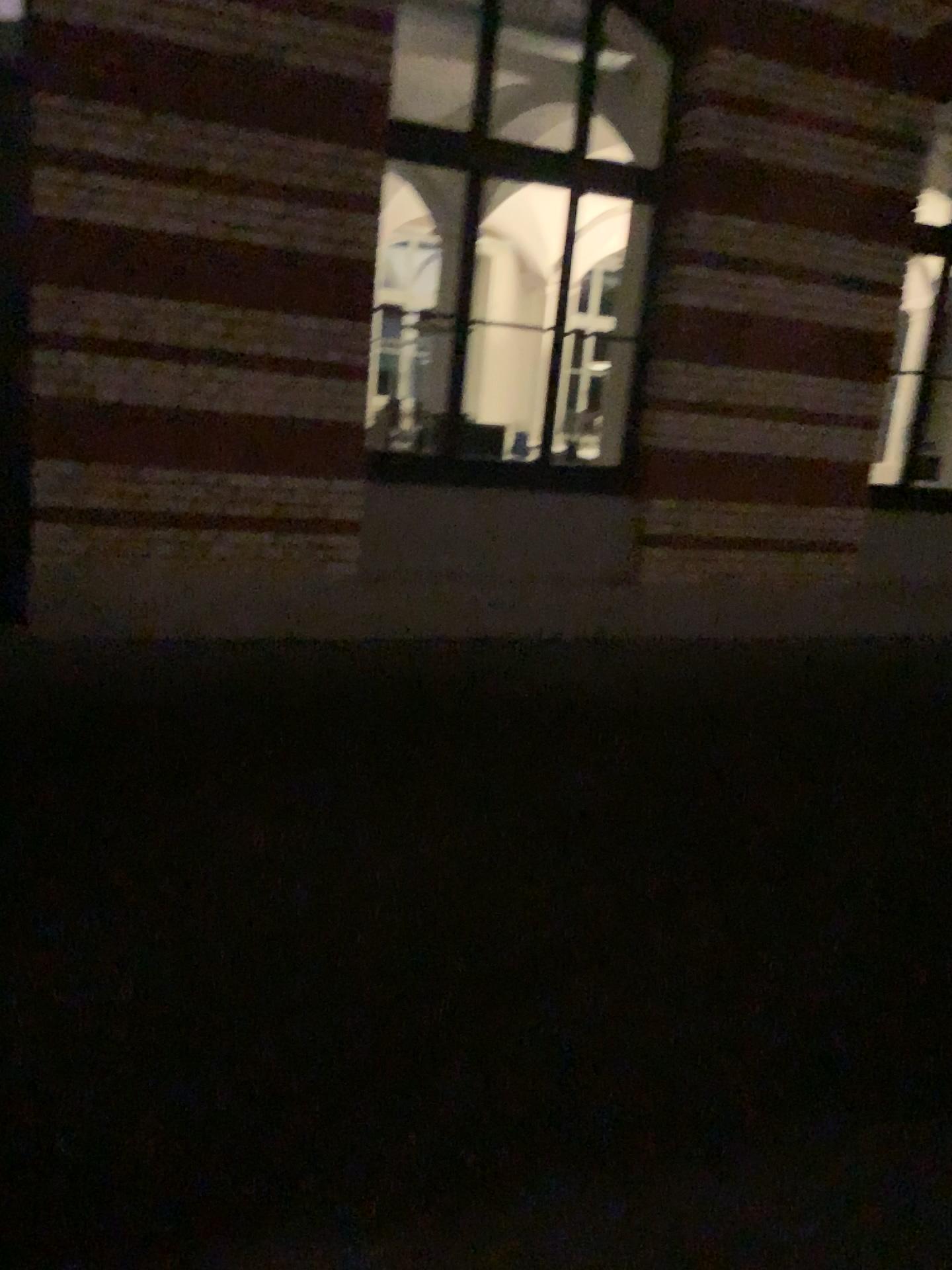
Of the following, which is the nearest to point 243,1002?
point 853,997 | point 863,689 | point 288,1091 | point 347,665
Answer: point 288,1091
